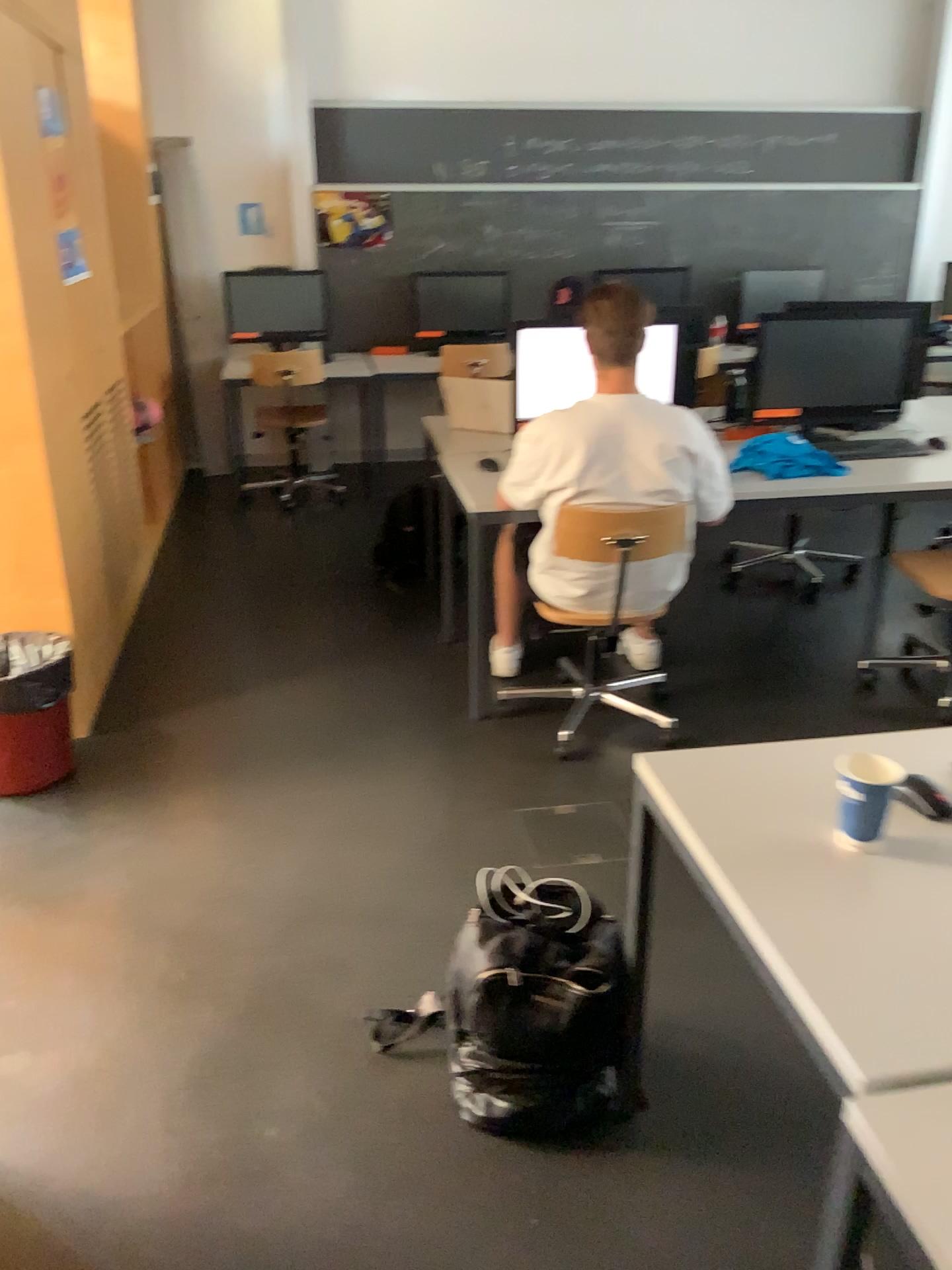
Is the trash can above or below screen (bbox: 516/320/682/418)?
below

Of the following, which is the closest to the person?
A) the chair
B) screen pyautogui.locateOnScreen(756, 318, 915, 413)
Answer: the chair

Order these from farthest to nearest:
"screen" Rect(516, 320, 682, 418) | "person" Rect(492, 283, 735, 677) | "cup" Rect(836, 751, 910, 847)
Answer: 1. "screen" Rect(516, 320, 682, 418)
2. "person" Rect(492, 283, 735, 677)
3. "cup" Rect(836, 751, 910, 847)

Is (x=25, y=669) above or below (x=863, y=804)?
below

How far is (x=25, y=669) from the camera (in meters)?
2.85

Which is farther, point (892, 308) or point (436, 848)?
point (892, 308)

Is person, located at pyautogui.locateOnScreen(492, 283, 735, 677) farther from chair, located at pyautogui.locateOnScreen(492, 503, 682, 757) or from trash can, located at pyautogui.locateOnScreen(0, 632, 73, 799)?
trash can, located at pyautogui.locateOnScreen(0, 632, 73, 799)

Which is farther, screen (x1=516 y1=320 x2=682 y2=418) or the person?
screen (x1=516 y1=320 x2=682 y2=418)

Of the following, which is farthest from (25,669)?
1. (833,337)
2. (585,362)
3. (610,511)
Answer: (833,337)

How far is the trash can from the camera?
2.8 meters
